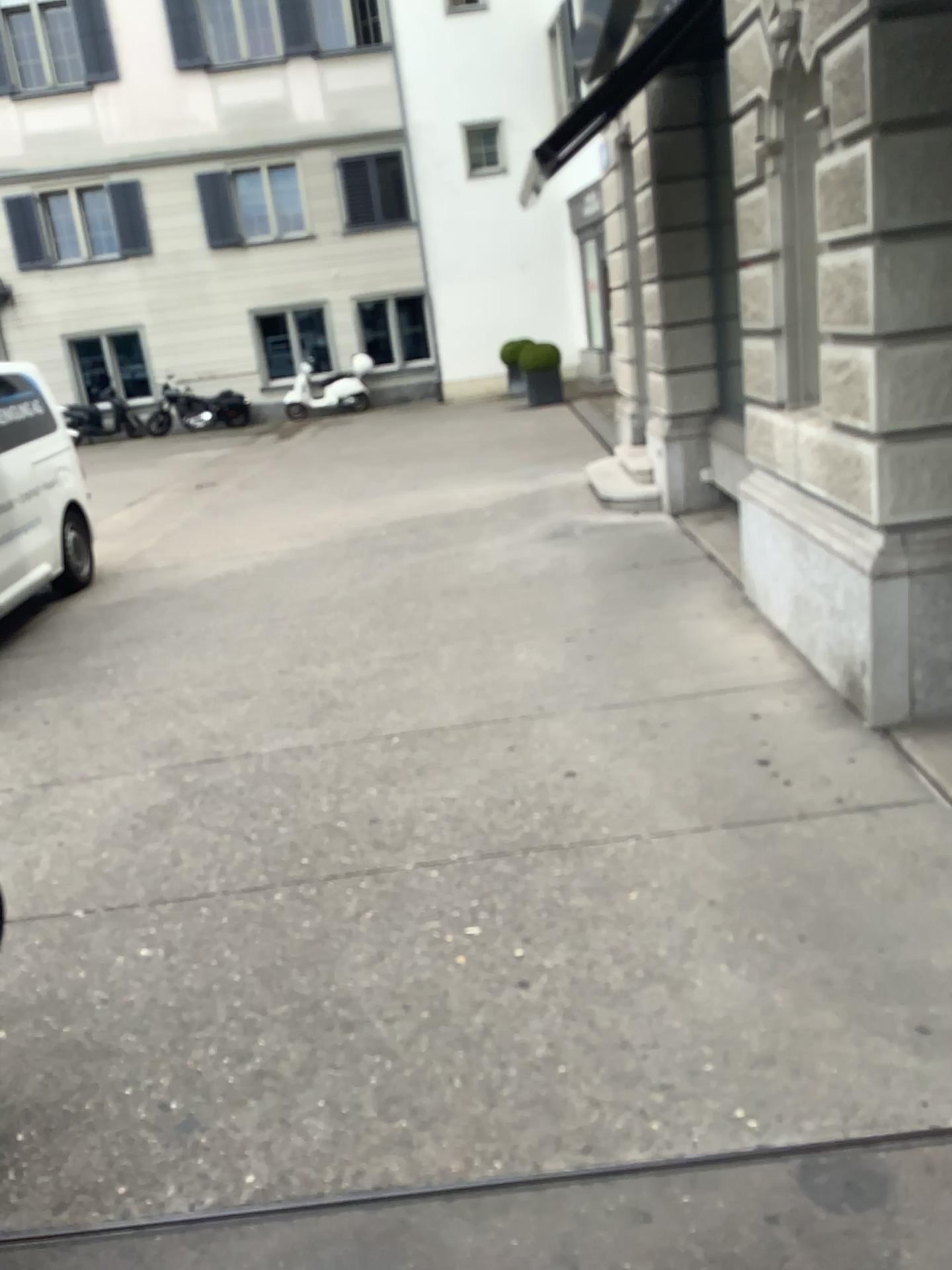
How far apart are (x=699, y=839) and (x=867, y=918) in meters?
0.6 m
